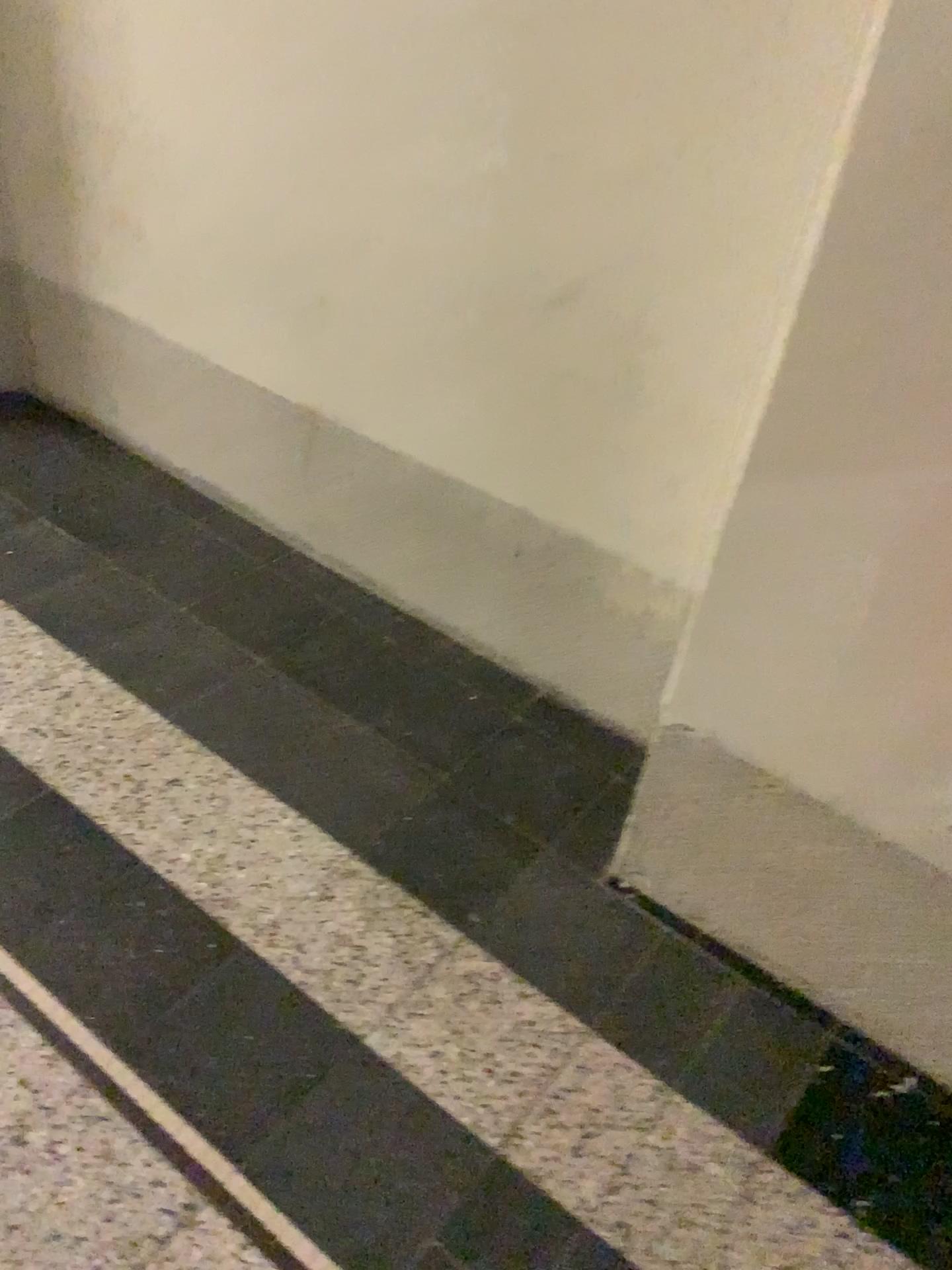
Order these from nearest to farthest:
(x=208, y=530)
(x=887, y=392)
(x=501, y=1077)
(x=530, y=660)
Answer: (x=887, y=392)
(x=501, y=1077)
(x=530, y=660)
(x=208, y=530)
